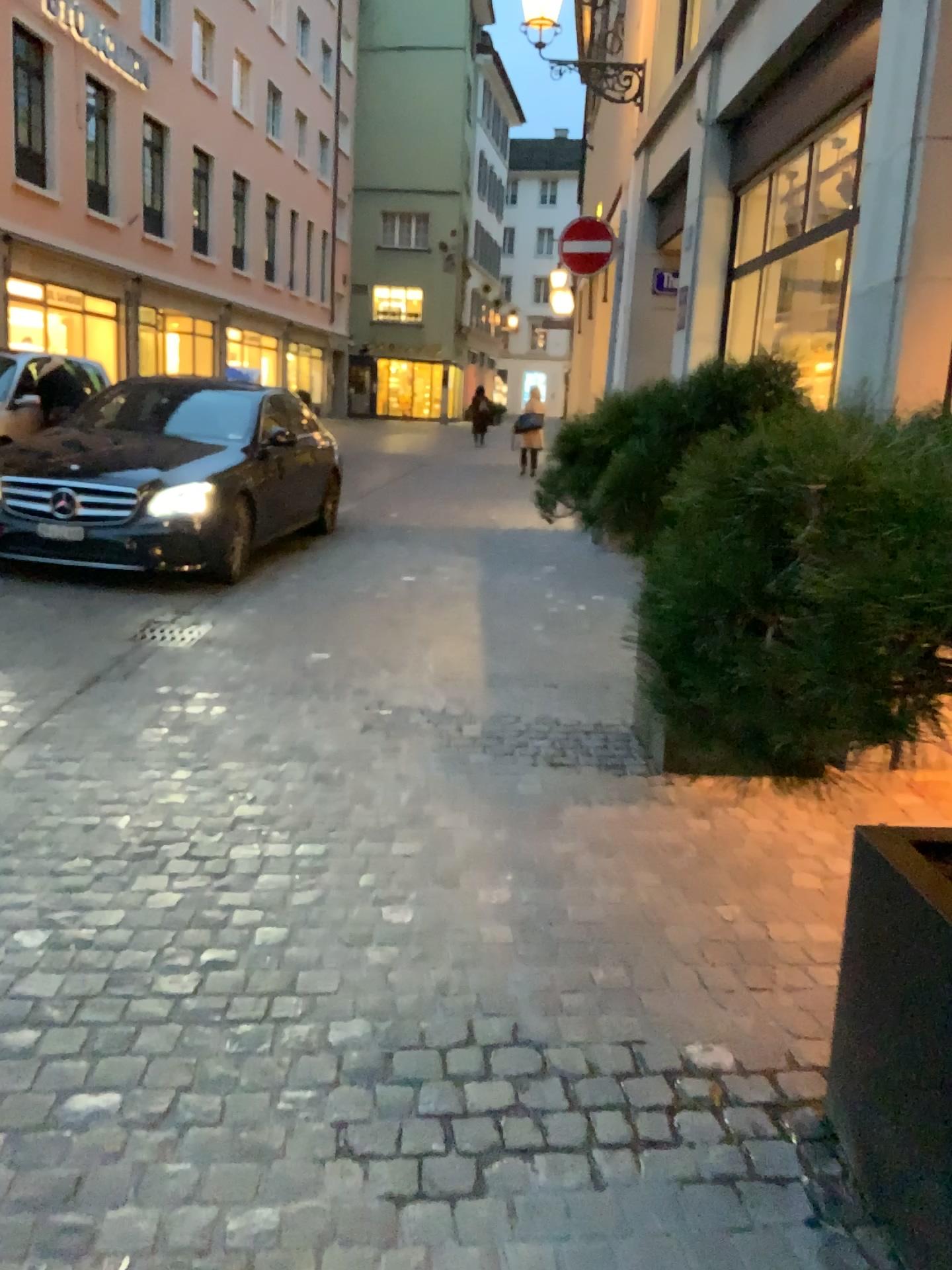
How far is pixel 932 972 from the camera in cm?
155

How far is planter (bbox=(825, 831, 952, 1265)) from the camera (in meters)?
1.55

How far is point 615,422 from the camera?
3.9 meters
